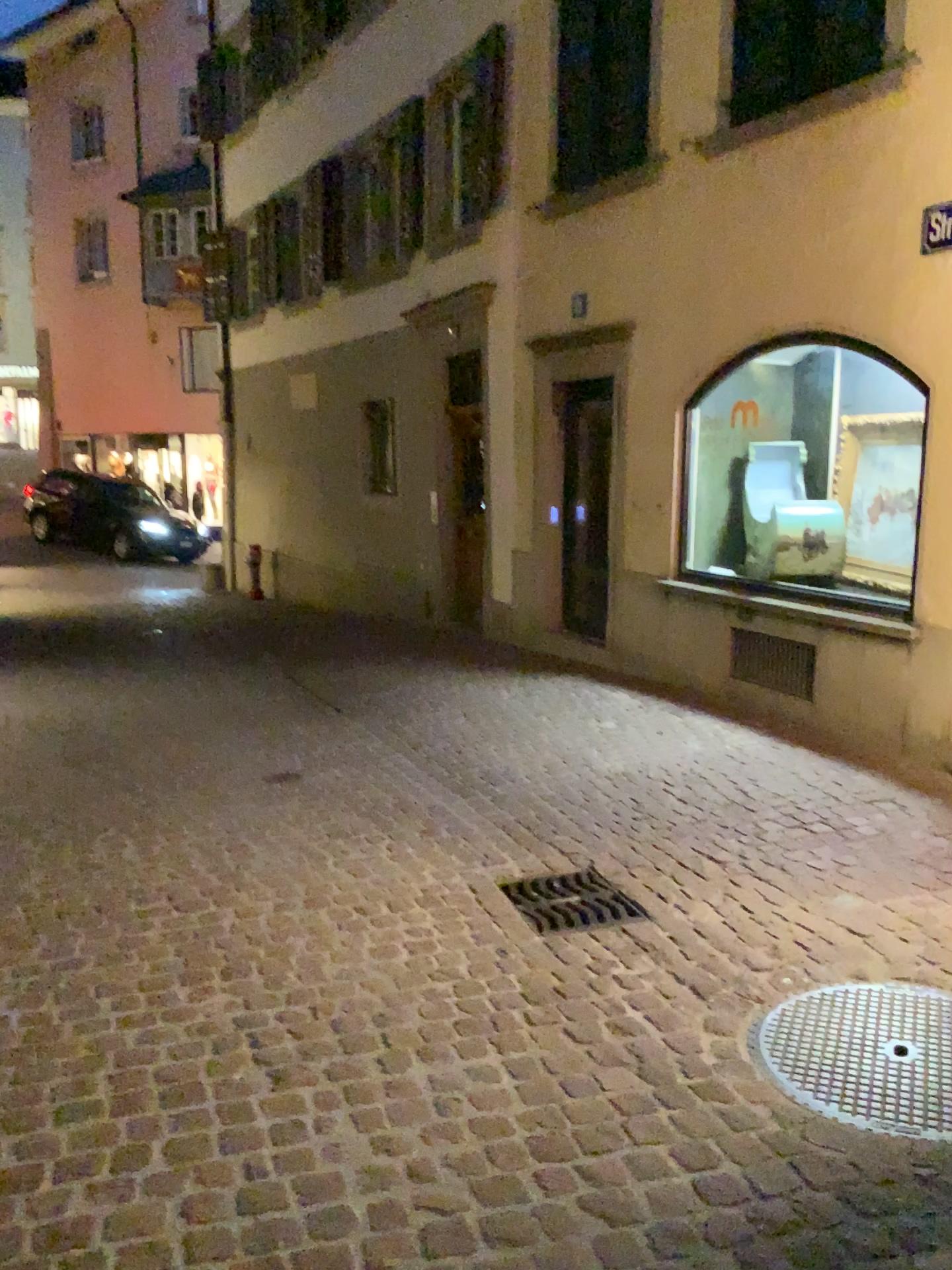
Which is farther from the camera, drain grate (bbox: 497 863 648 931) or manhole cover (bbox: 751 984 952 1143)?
drain grate (bbox: 497 863 648 931)

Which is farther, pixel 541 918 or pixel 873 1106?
pixel 541 918

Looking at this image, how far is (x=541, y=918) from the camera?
3.4 meters

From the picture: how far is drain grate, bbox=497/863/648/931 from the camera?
3.39m

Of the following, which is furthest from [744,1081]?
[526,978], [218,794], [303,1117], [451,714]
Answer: [451,714]
